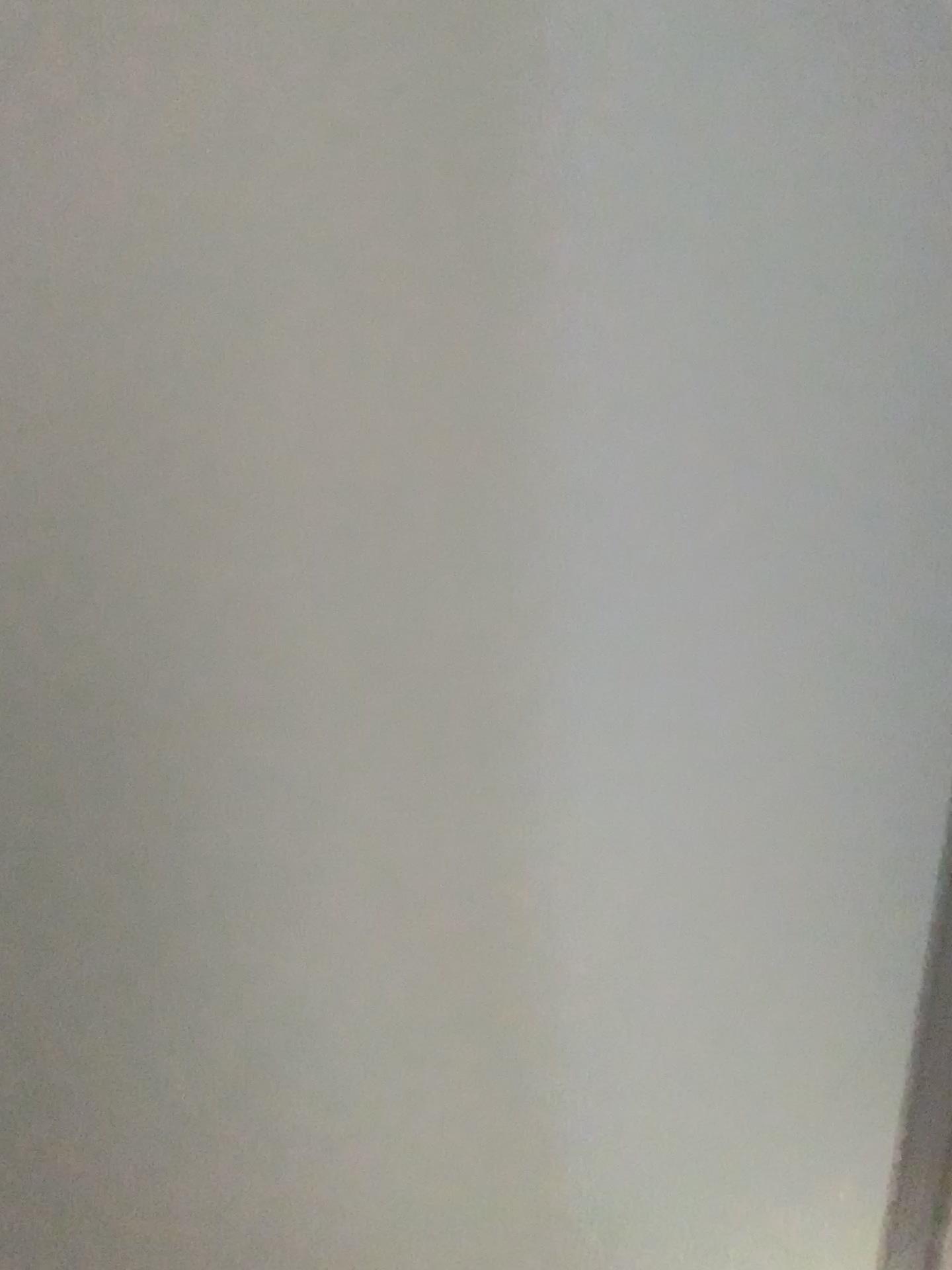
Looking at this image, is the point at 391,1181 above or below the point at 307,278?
below
